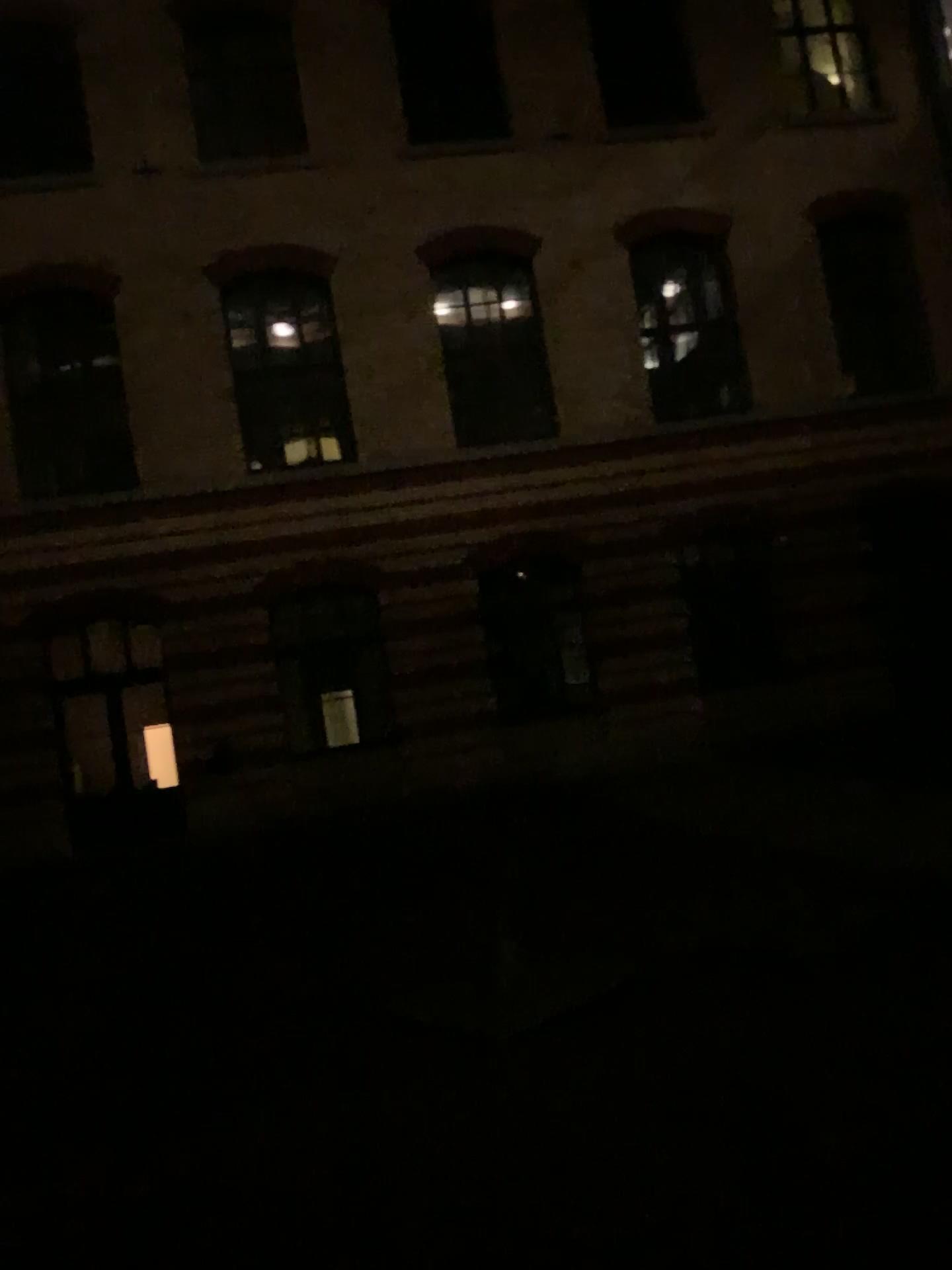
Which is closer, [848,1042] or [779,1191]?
[779,1191]
